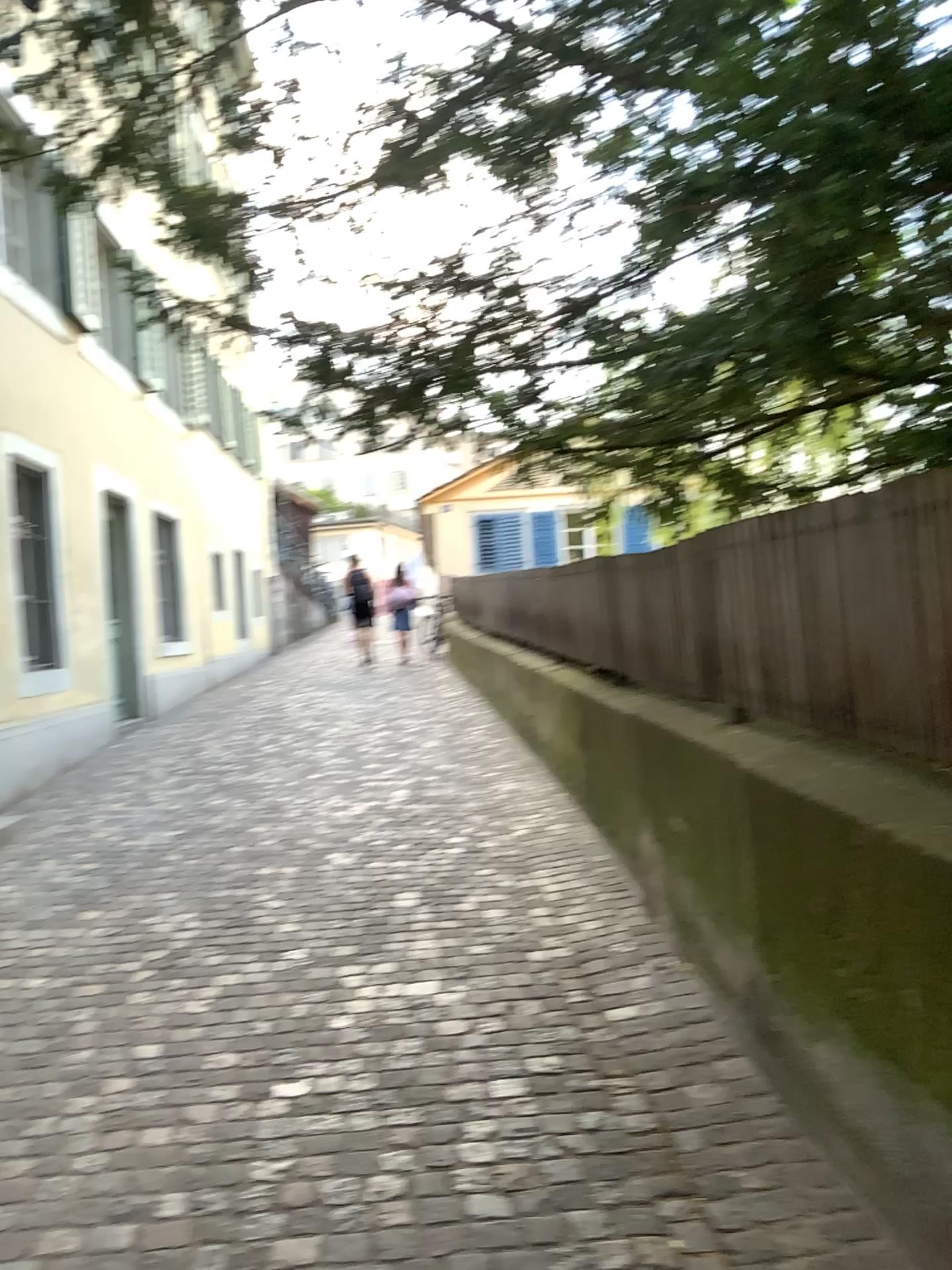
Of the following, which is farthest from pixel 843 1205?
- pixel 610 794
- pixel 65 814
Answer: pixel 65 814
